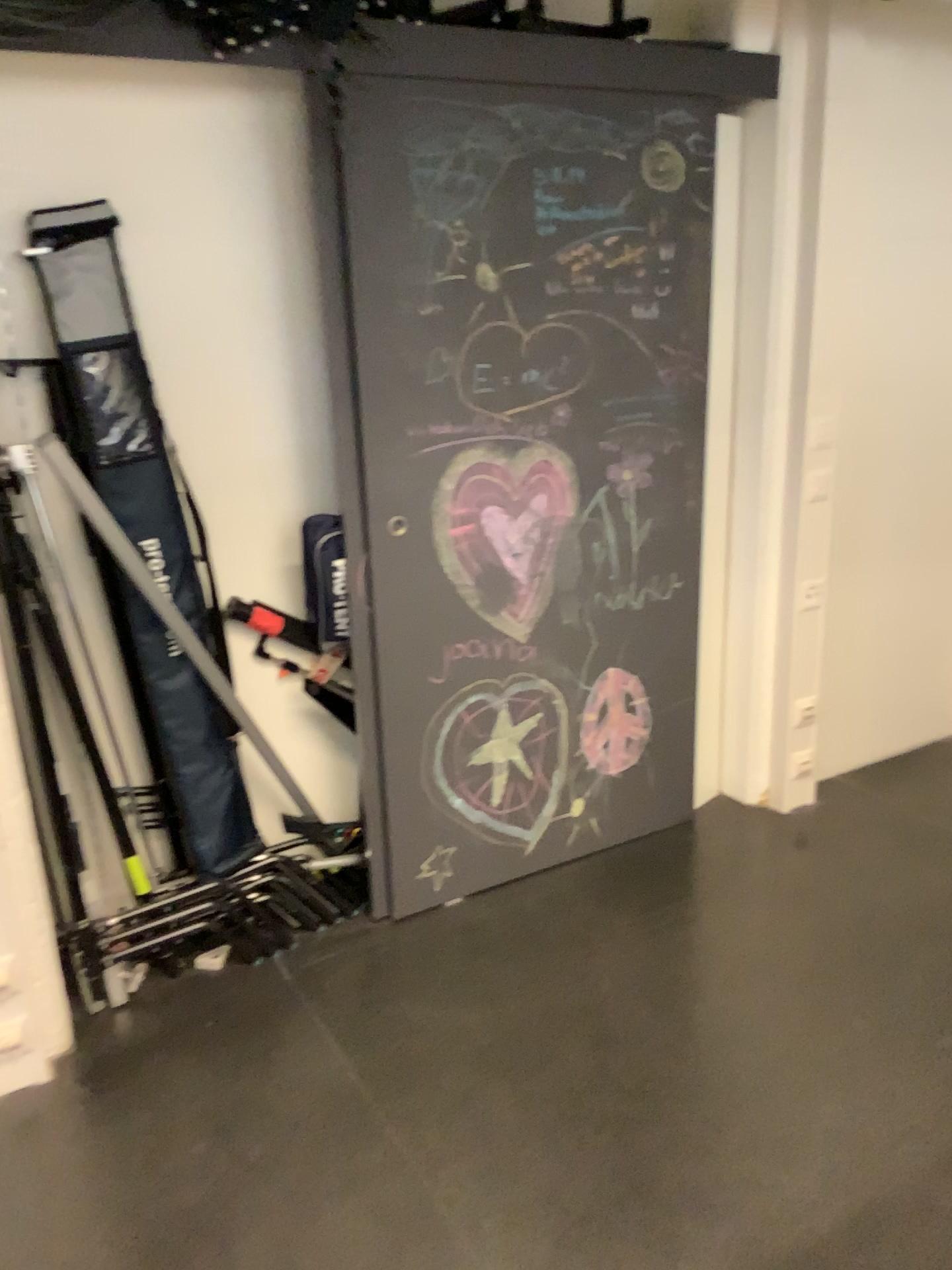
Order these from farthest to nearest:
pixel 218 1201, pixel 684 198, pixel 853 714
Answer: pixel 853 714, pixel 684 198, pixel 218 1201

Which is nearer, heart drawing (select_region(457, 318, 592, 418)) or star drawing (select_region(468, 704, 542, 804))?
heart drawing (select_region(457, 318, 592, 418))

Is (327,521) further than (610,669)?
No

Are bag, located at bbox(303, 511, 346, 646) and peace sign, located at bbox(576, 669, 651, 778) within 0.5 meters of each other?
no

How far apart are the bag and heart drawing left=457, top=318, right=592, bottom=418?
0.4m

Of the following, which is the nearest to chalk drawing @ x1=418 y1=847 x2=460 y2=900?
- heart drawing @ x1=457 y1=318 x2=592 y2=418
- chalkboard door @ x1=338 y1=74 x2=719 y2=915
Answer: chalkboard door @ x1=338 y1=74 x2=719 y2=915

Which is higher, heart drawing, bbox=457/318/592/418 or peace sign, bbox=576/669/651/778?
heart drawing, bbox=457/318/592/418

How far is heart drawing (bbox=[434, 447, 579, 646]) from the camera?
2.6m

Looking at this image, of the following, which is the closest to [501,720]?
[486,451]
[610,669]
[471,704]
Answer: [471,704]

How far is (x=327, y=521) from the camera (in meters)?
2.49
